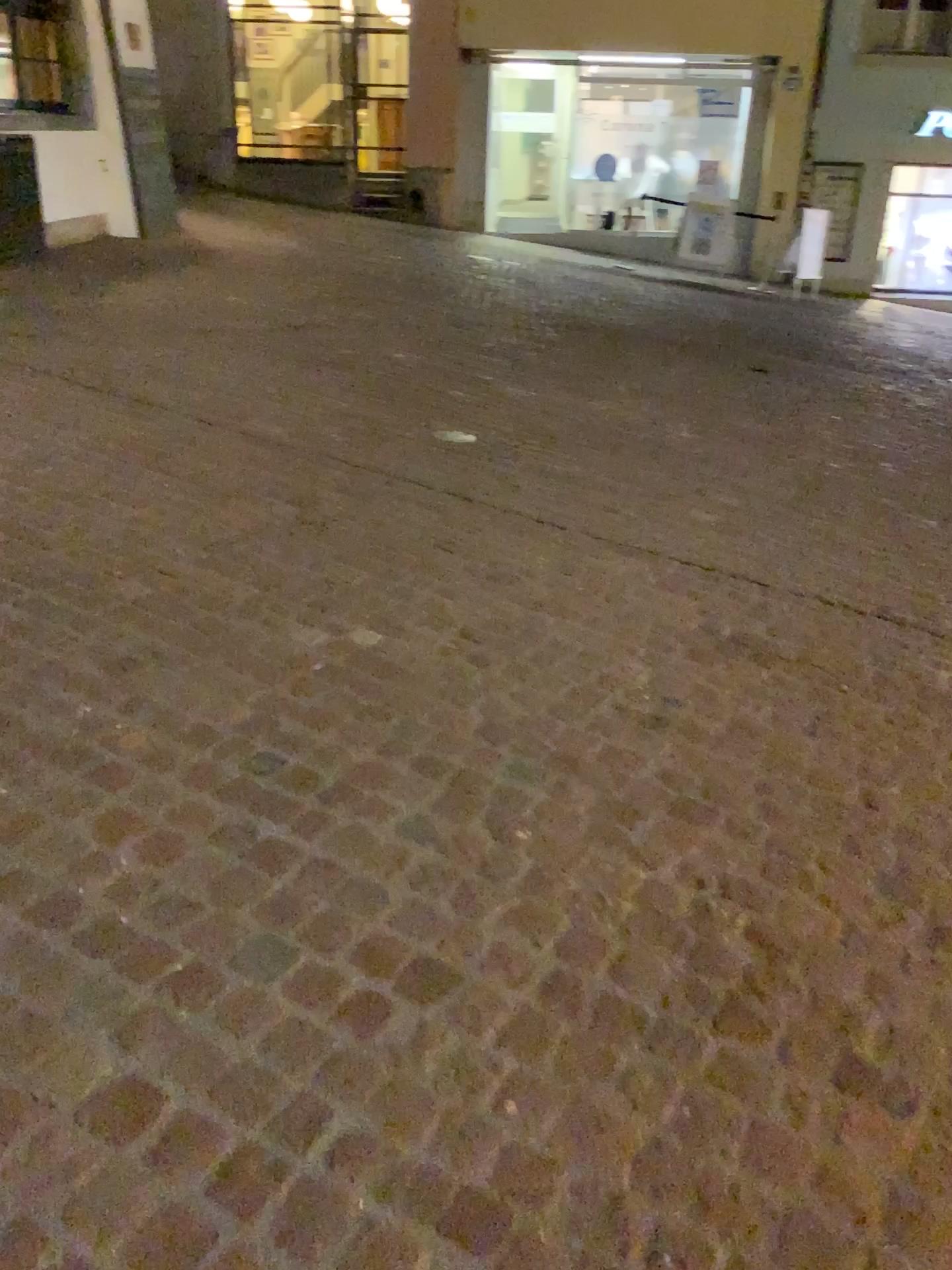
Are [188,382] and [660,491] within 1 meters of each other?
no
